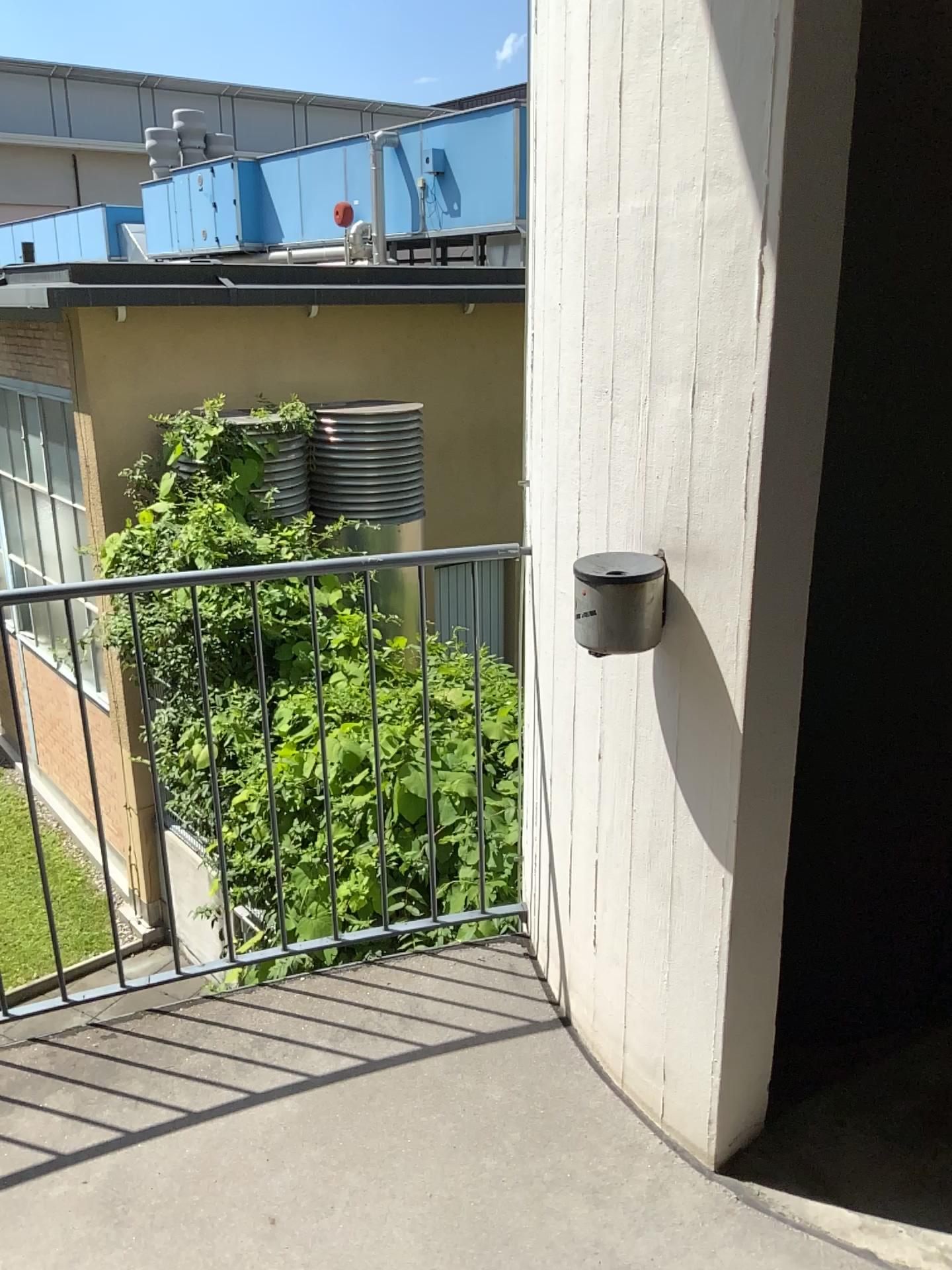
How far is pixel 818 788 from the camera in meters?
4.3

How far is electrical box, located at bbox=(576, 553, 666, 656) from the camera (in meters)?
1.74

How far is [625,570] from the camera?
1.7 meters
